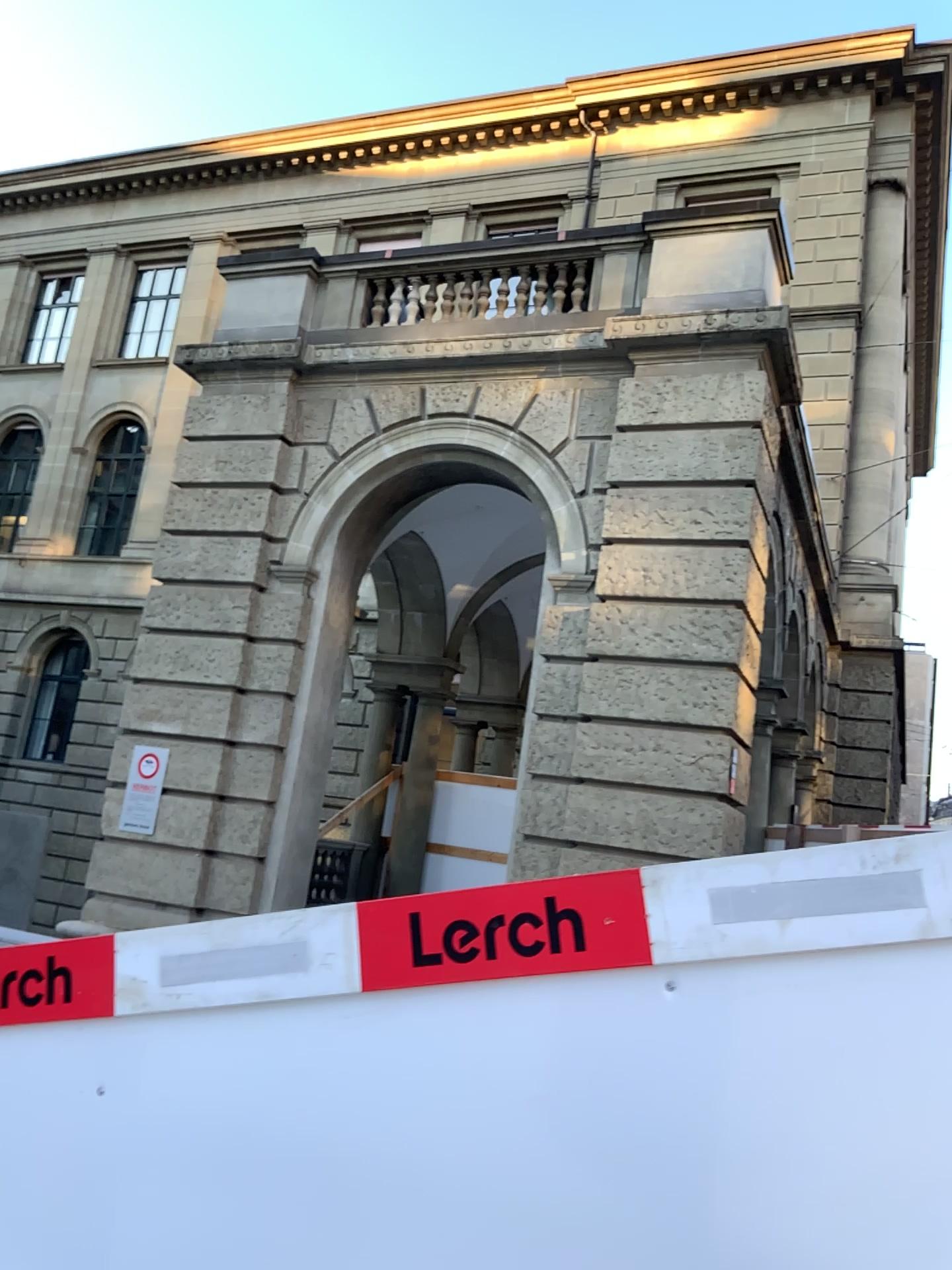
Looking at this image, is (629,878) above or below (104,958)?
above

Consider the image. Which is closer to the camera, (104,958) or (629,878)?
(629,878)

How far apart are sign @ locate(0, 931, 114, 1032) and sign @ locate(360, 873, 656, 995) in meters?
0.5 m

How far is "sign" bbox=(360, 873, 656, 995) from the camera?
1.67m

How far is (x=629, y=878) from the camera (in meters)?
1.67

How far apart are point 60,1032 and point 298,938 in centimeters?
54cm

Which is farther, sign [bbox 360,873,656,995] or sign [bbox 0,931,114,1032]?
sign [bbox 0,931,114,1032]

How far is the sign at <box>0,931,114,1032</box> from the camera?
2.0m
